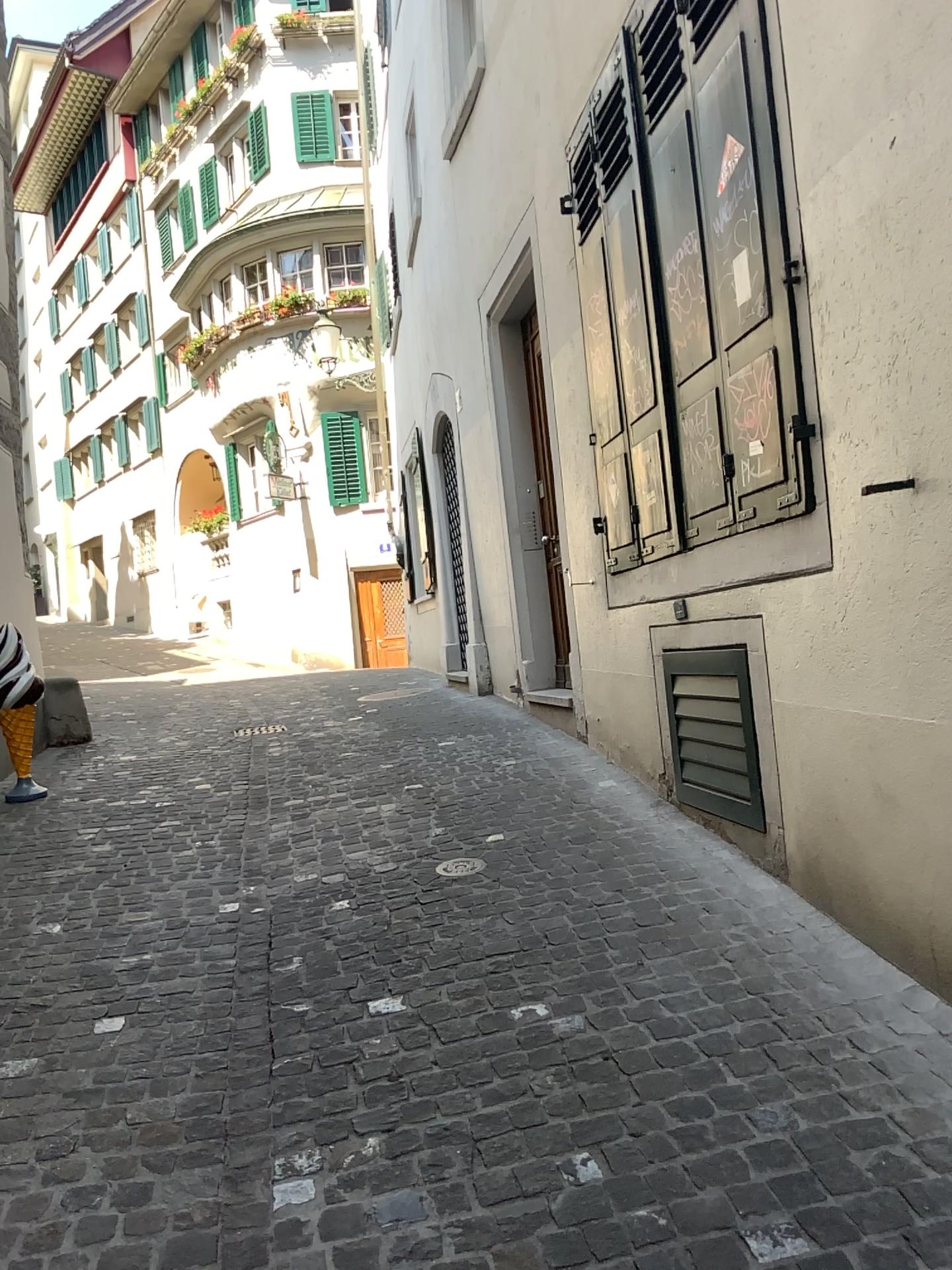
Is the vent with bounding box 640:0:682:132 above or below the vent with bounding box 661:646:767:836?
above

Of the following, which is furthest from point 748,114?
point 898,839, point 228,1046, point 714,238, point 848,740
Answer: point 228,1046

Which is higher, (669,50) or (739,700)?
(669,50)
